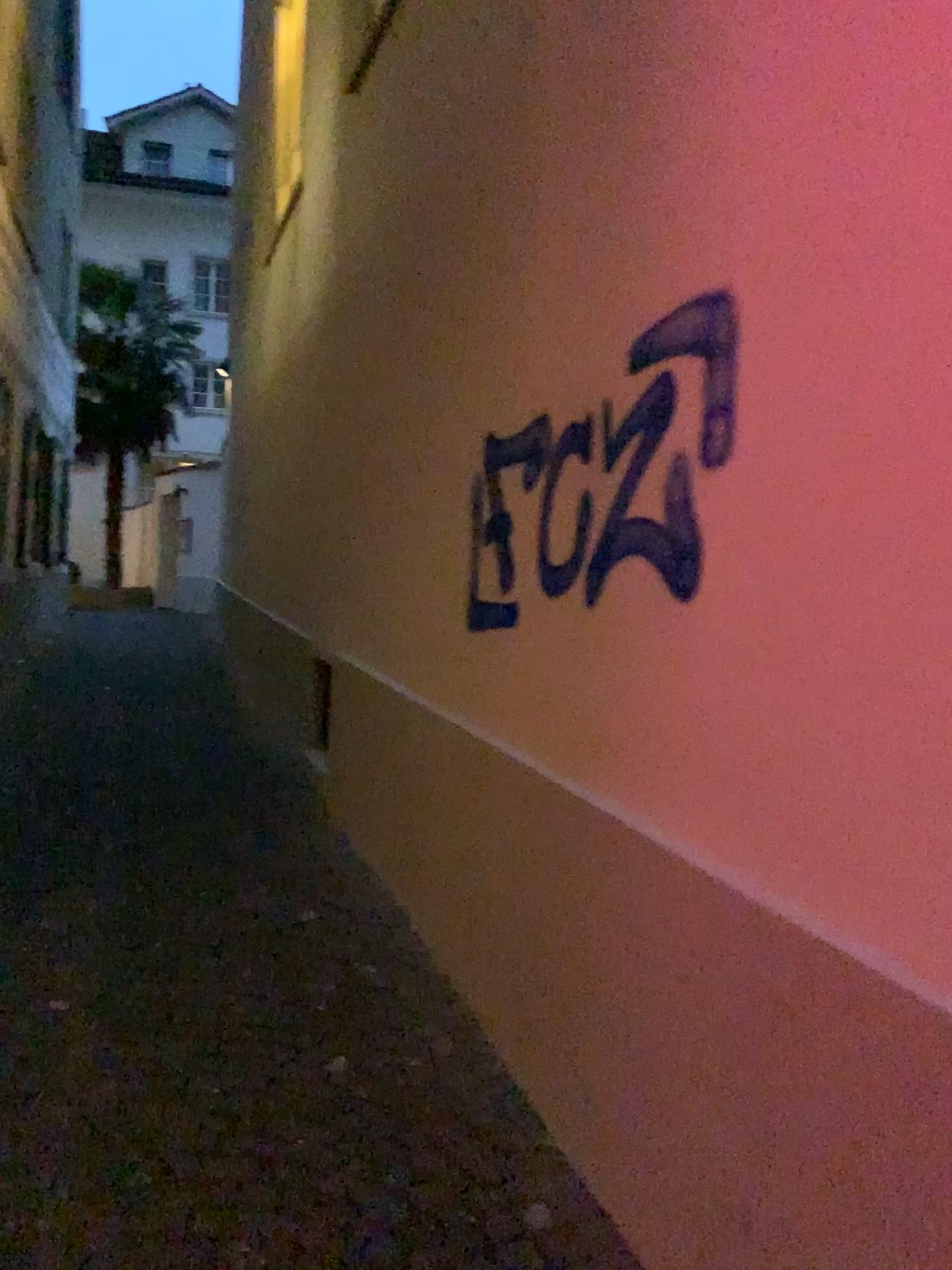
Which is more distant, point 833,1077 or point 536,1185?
point 536,1185
